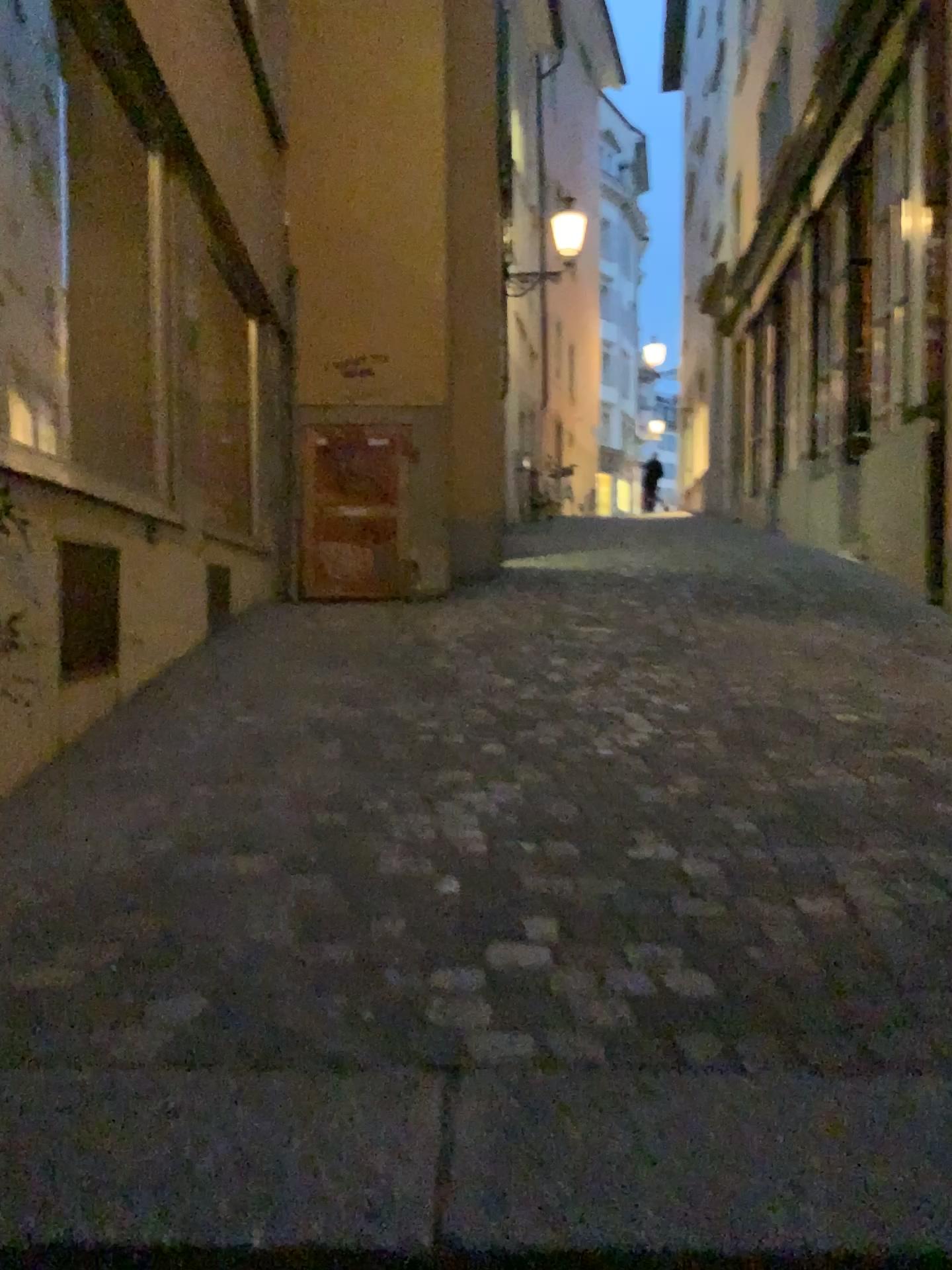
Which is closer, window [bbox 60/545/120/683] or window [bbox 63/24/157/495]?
window [bbox 60/545/120/683]

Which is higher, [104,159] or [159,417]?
[104,159]

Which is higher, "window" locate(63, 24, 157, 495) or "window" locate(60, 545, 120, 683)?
"window" locate(63, 24, 157, 495)

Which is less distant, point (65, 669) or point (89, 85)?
point (65, 669)

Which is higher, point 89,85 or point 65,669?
point 89,85
